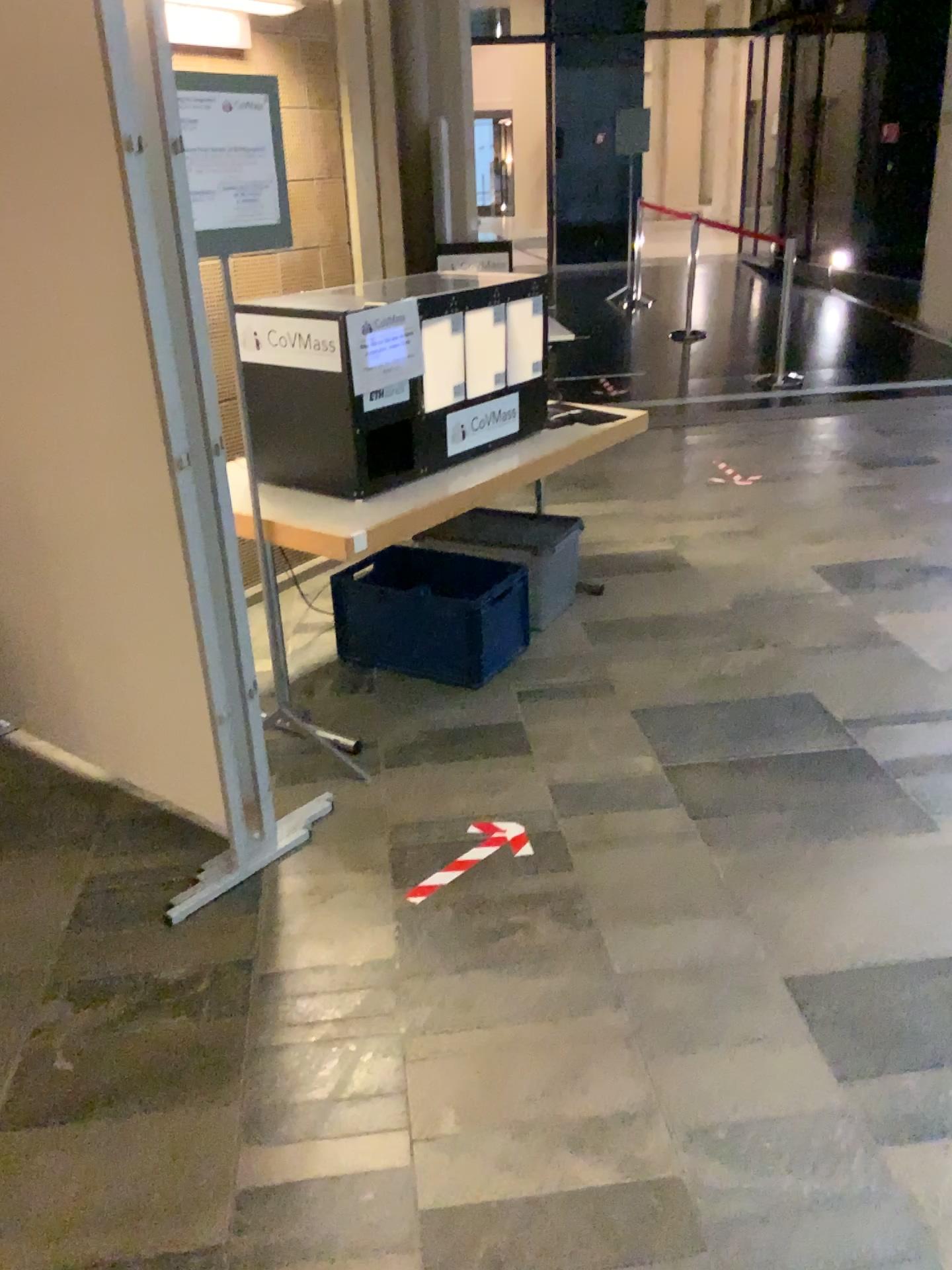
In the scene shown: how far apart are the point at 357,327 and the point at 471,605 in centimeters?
103cm

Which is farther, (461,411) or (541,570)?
(541,570)

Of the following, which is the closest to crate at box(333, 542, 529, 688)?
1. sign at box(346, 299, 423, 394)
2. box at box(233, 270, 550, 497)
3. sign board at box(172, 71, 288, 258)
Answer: box at box(233, 270, 550, 497)

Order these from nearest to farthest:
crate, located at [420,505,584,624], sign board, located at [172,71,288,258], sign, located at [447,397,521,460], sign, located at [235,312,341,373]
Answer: sign board, located at [172,71,288,258] < sign, located at [235,312,341,373] < sign, located at [447,397,521,460] < crate, located at [420,505,584,624]

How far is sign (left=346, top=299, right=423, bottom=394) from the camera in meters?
2.9 m

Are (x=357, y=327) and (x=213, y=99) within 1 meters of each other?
yes

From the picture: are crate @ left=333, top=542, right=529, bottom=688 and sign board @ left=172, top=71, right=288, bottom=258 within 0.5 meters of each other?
no

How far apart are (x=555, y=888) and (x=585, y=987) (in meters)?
0.34

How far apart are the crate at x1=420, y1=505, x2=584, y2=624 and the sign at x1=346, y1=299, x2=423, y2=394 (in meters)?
0.94

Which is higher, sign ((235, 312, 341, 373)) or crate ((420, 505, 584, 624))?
sign ((235, 312, 341, 373))
